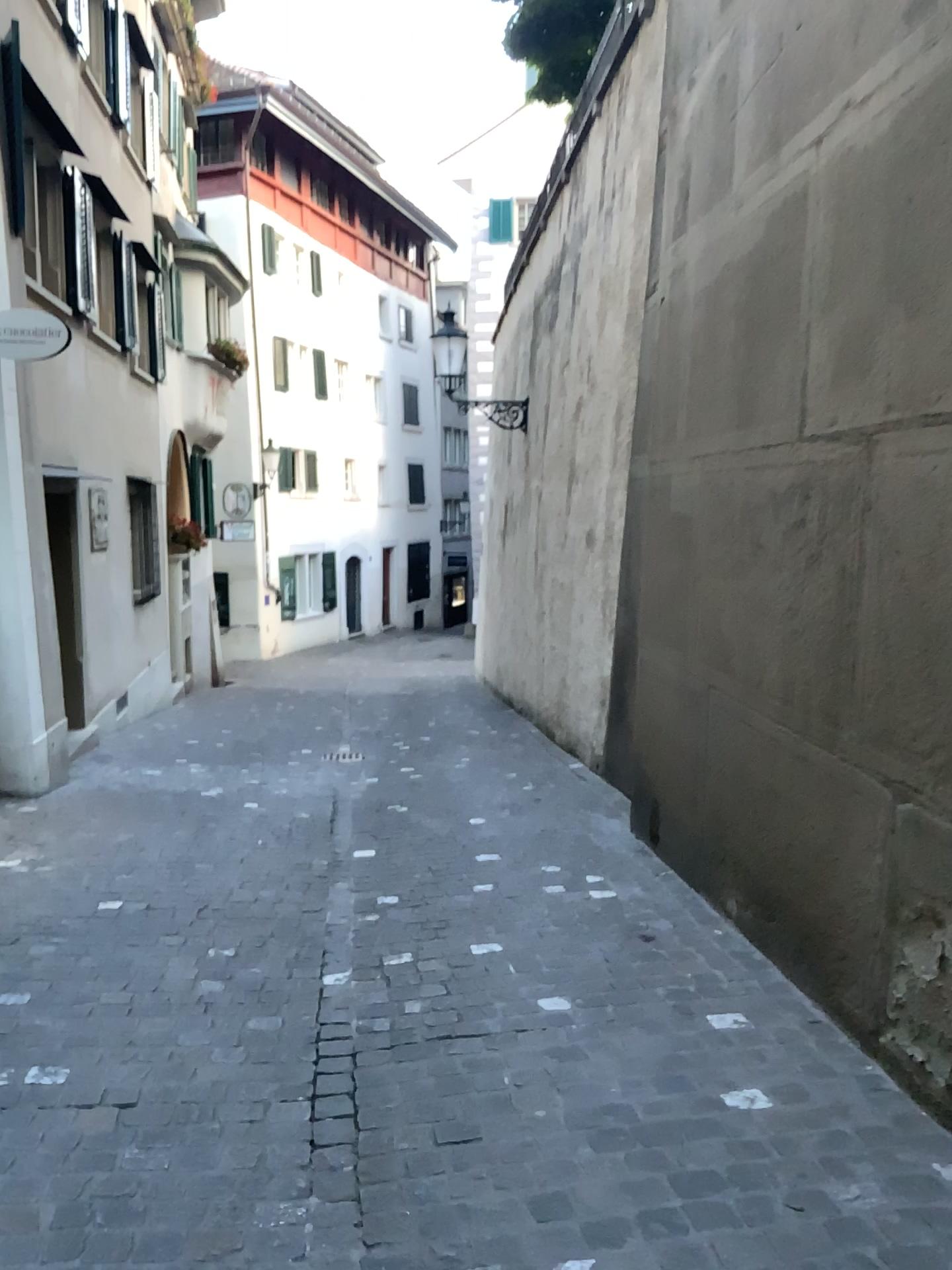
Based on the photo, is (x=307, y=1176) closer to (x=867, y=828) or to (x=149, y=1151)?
(x=149, y=1151)
